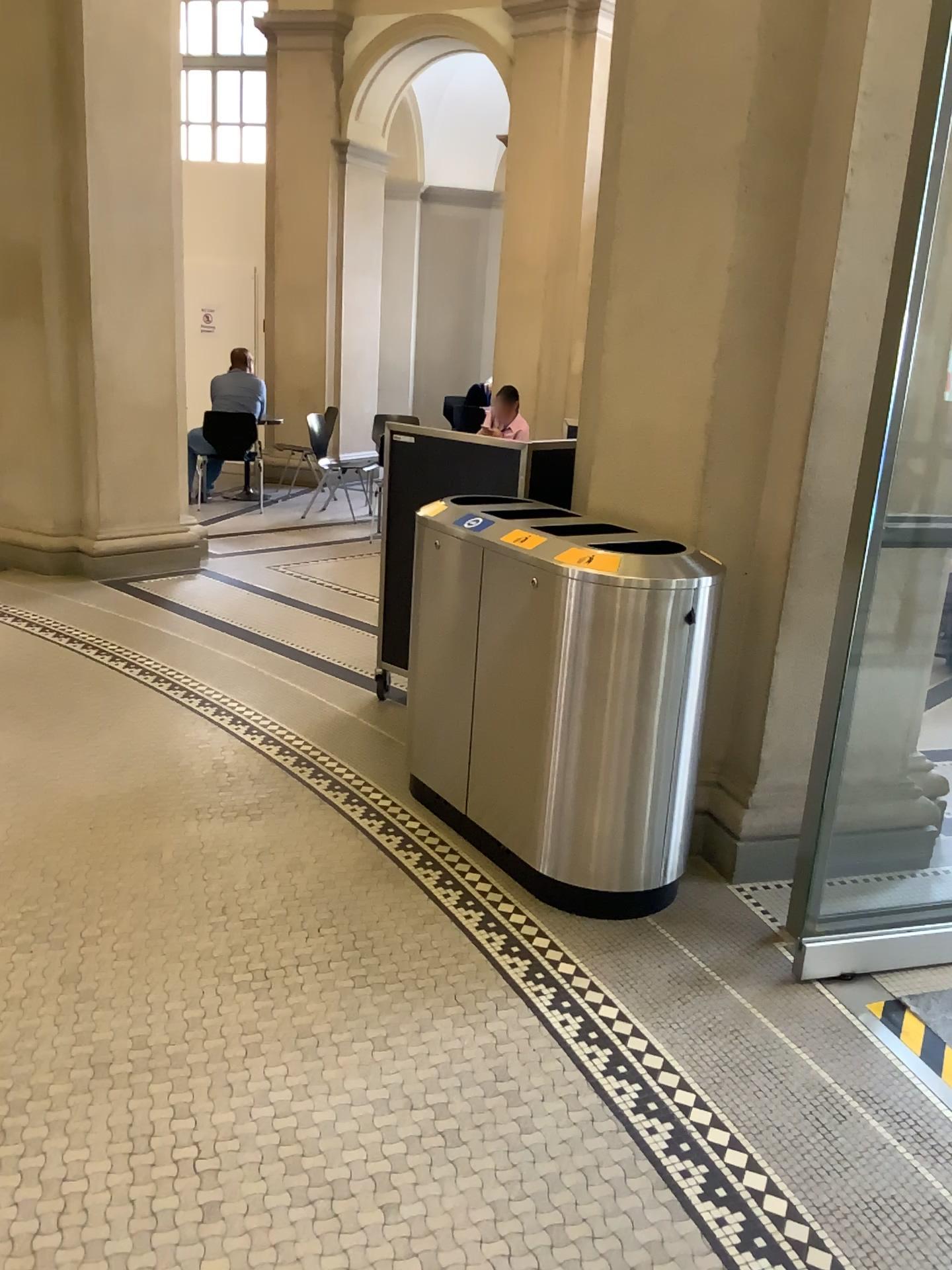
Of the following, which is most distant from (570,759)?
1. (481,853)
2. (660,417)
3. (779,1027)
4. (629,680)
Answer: (660,417)
